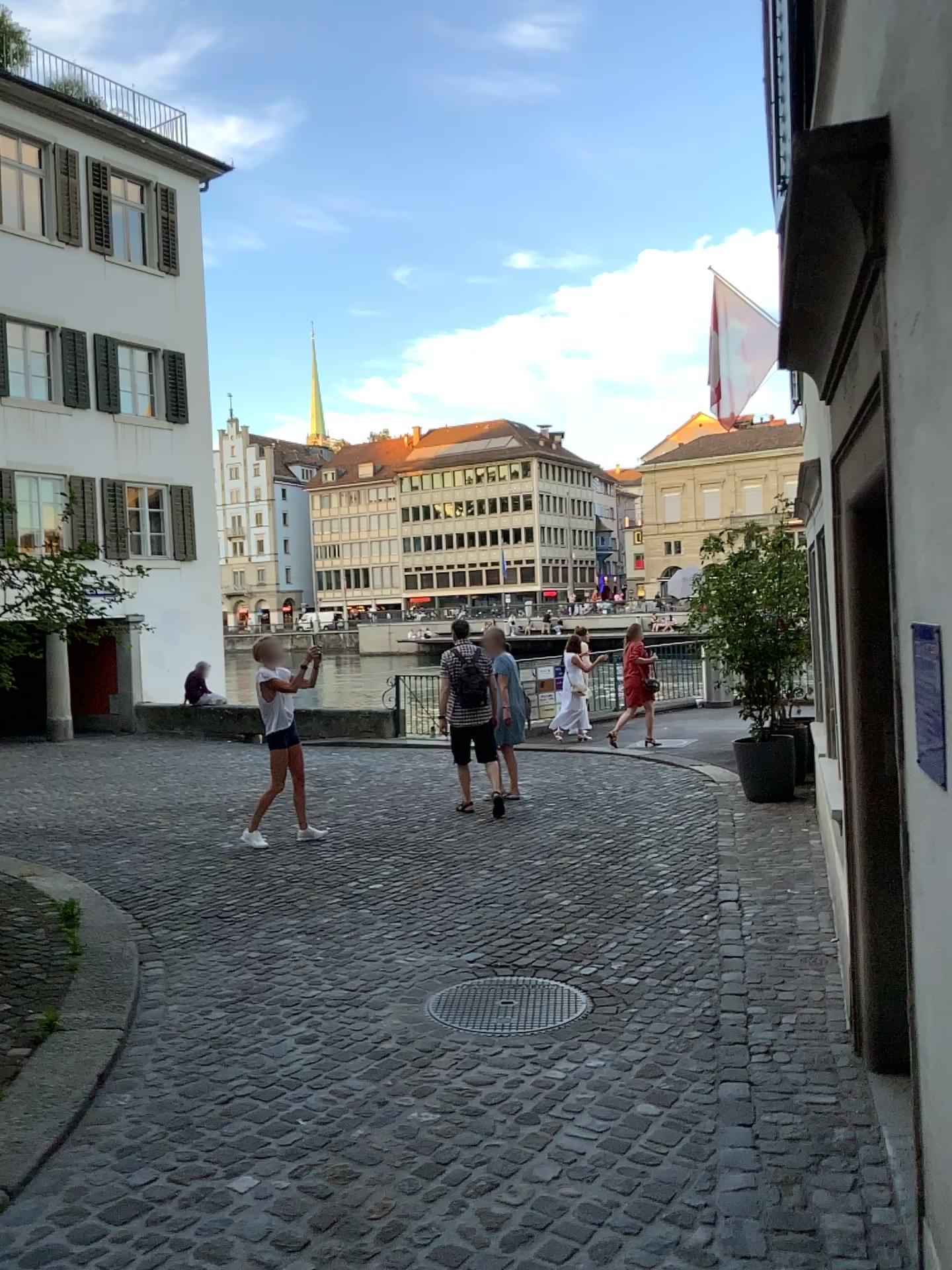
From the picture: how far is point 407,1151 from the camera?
3.23m
